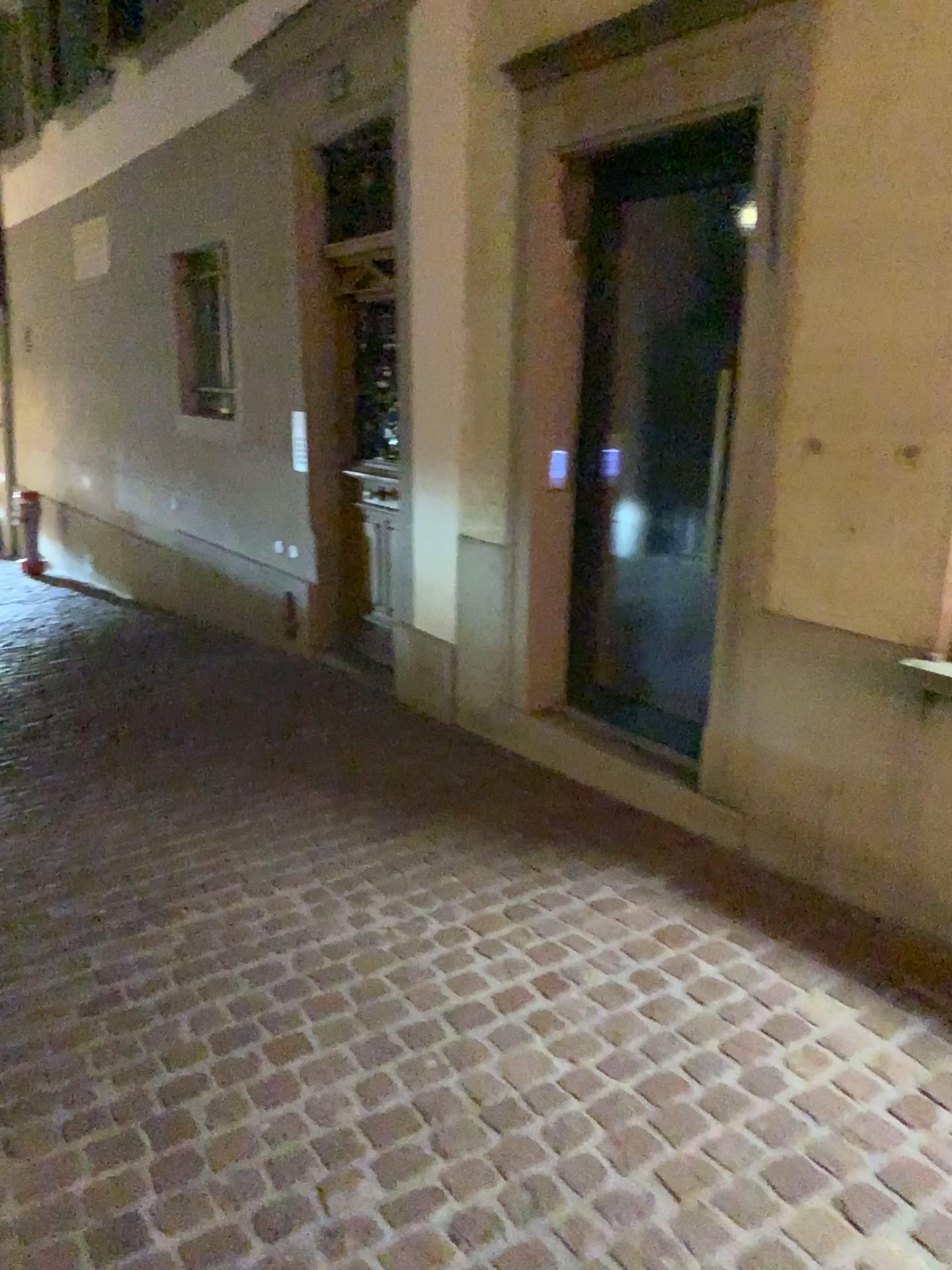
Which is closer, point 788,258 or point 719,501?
point 788,258
